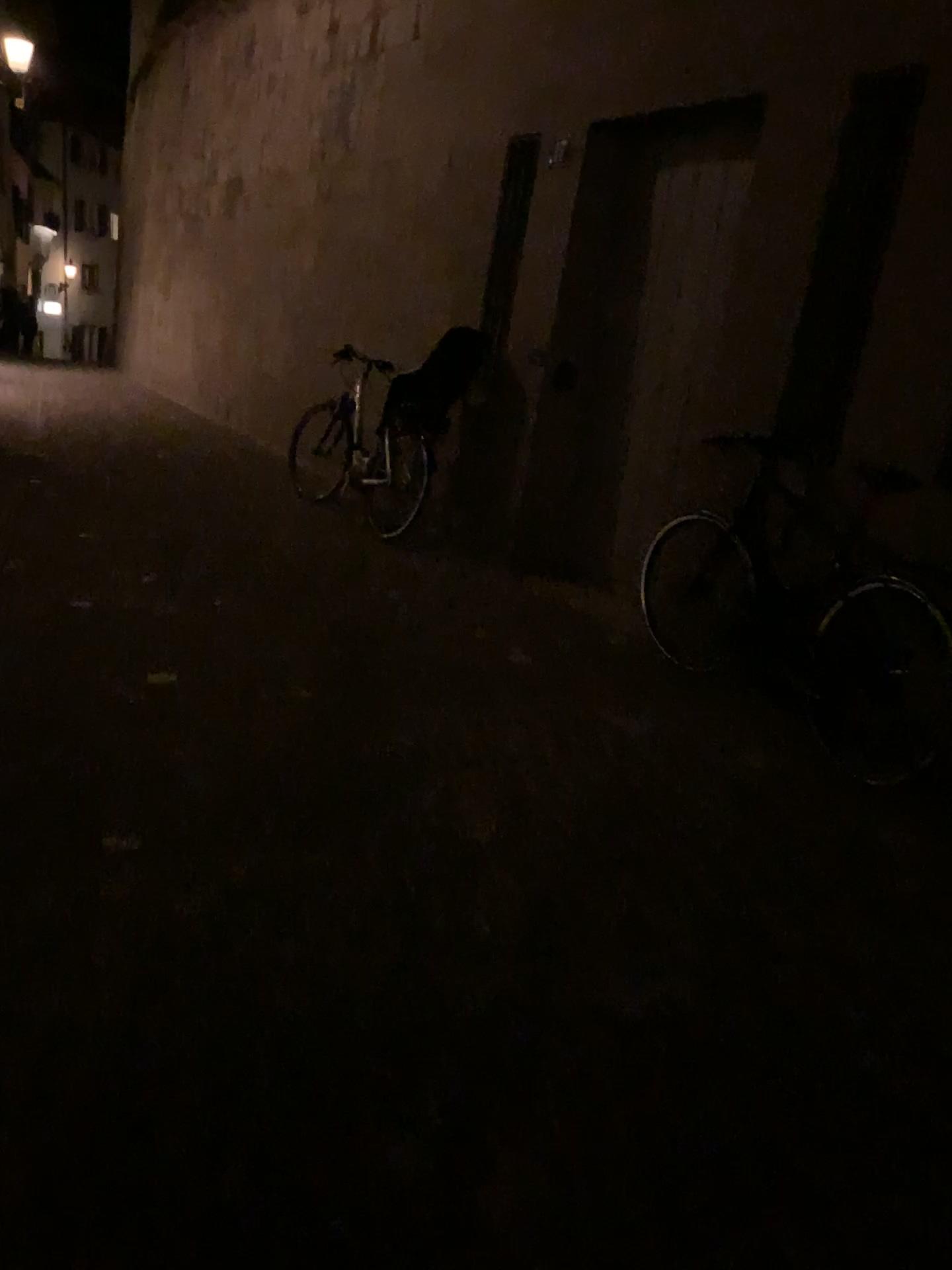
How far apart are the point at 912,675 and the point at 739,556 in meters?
1.2 m

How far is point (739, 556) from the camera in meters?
4.5 m

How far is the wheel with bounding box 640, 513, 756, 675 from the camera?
4.5m

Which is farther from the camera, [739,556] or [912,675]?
[739,556]

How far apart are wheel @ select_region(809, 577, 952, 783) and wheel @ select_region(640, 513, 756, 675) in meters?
0.6 m

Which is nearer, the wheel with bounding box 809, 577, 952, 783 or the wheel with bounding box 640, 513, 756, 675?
the wheel with bounding box 809, 577, 952, 783

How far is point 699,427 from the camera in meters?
4.8 m

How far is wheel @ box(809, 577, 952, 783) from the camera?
3.47m
